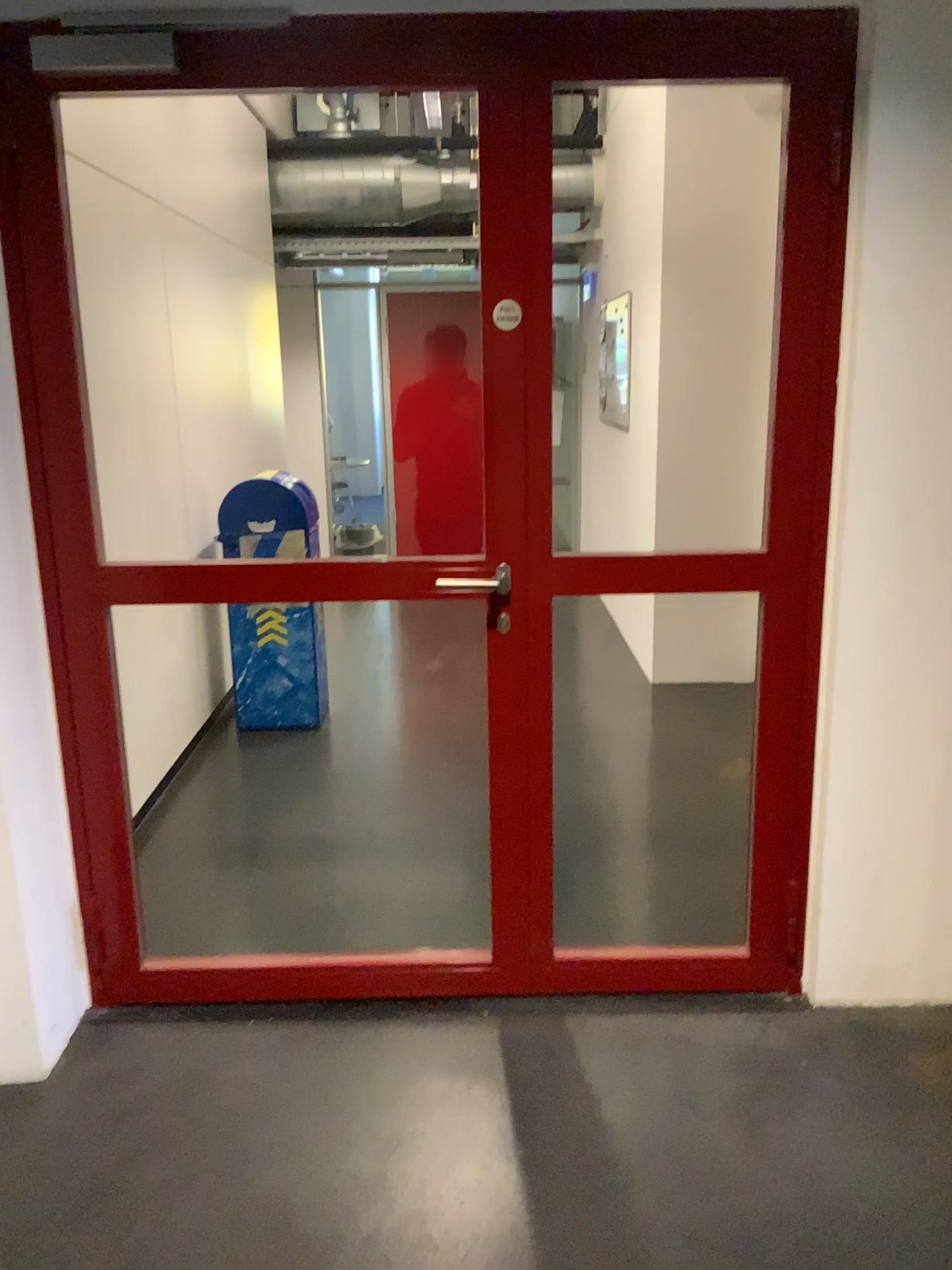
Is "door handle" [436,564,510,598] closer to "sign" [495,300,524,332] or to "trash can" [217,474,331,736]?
"sign" [495,300,524,332]

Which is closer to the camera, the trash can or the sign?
the sign

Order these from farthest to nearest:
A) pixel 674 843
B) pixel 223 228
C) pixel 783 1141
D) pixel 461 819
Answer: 1. pixel 223 228
2. pixel 461 819
3. pixel 674 843
4. pixel 783 1141

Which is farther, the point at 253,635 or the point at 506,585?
the point at 253,635

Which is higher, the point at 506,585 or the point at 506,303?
the point at 506,303

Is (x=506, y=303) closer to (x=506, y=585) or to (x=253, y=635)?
(x=506, y=585)

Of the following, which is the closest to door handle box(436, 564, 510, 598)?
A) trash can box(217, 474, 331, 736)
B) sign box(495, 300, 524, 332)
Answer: sign box(495, 300, 524, 332)

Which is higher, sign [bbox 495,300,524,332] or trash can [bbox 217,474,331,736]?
sign [bbox 495,300,524,332]

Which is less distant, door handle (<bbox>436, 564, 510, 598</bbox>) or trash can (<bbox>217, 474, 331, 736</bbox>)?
door handle (<bbox>436, 564, 510, 598</bbox>)
